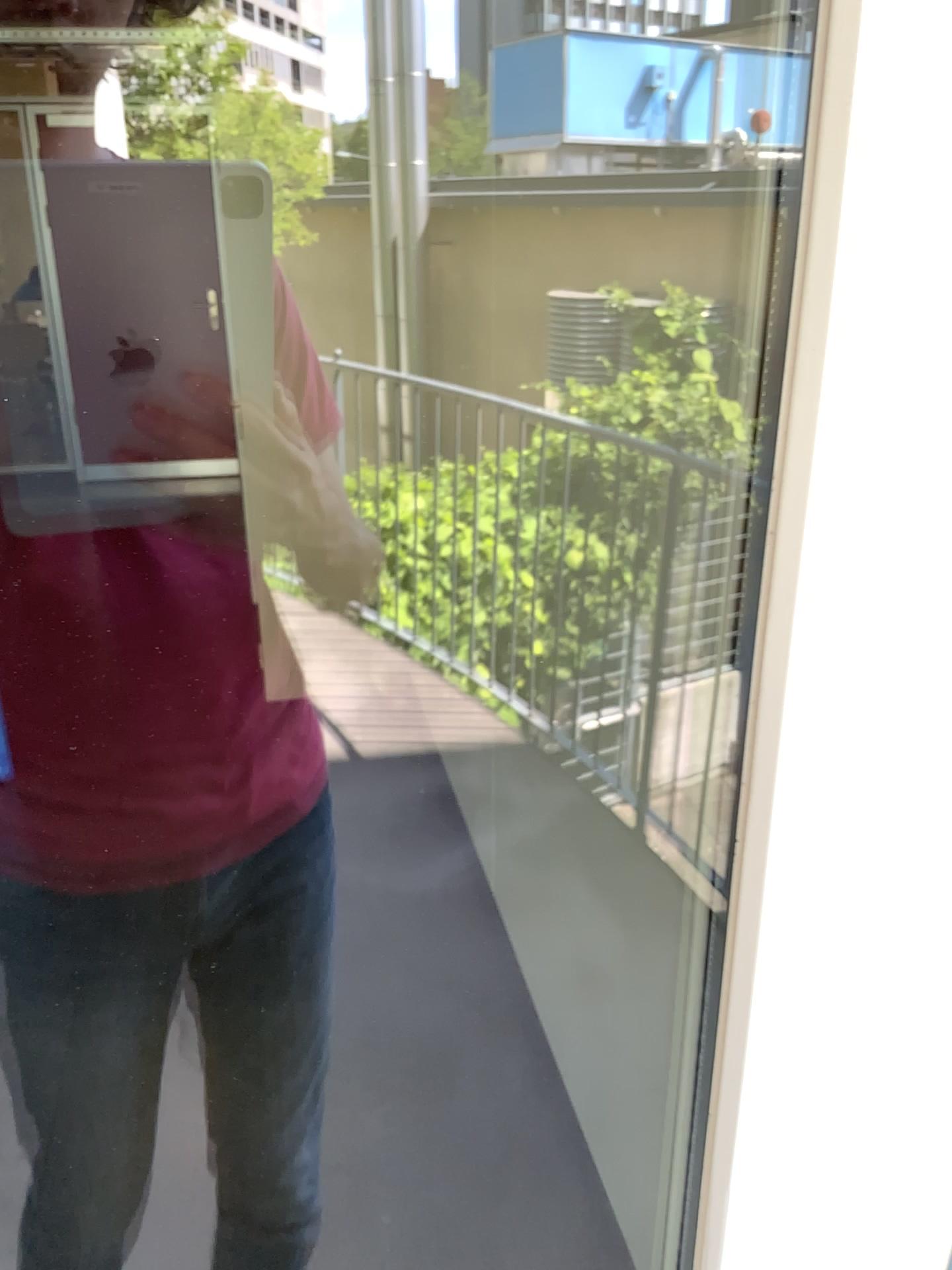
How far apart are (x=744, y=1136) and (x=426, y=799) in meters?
2.5

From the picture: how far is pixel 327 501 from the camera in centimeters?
92cm

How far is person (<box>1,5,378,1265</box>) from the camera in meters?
0.9 m
